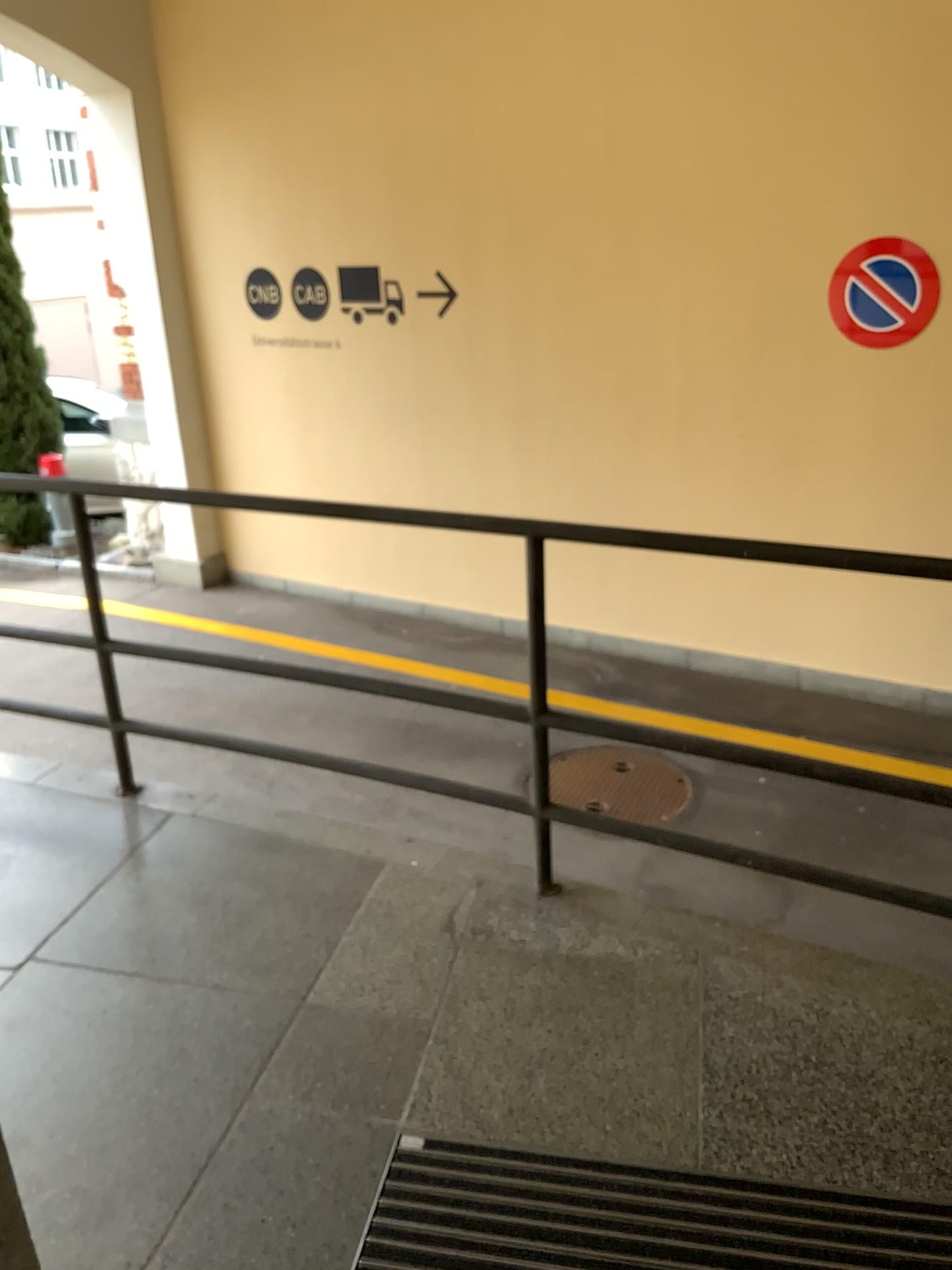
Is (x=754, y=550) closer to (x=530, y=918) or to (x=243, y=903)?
(x=530, y=918)

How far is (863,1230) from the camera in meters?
1.7 m

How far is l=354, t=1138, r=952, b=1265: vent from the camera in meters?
1.7
